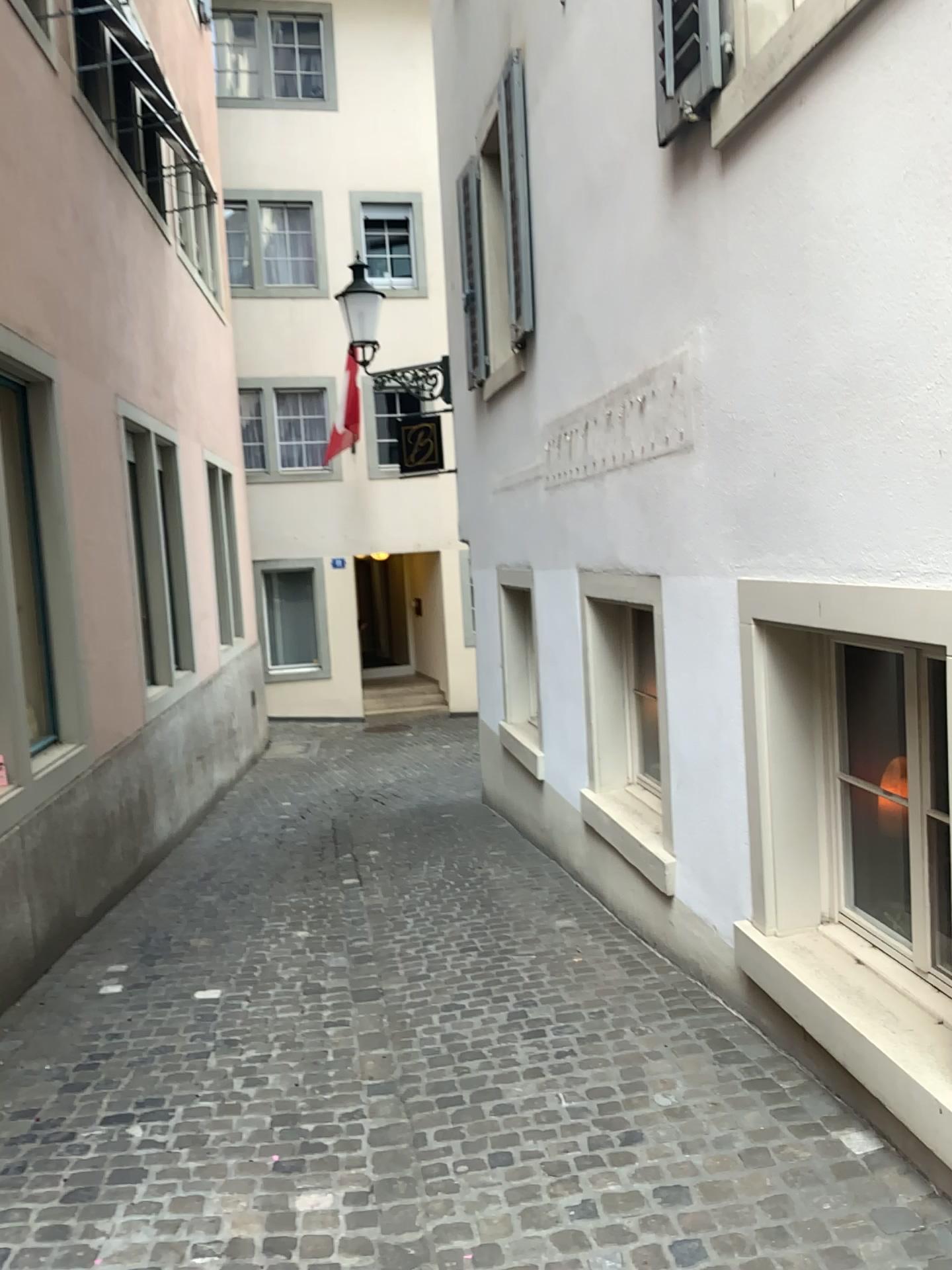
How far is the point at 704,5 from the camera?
3.2 meters

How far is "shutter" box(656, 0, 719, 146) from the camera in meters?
3.2

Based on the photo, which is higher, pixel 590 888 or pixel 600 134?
pixel 600 134
